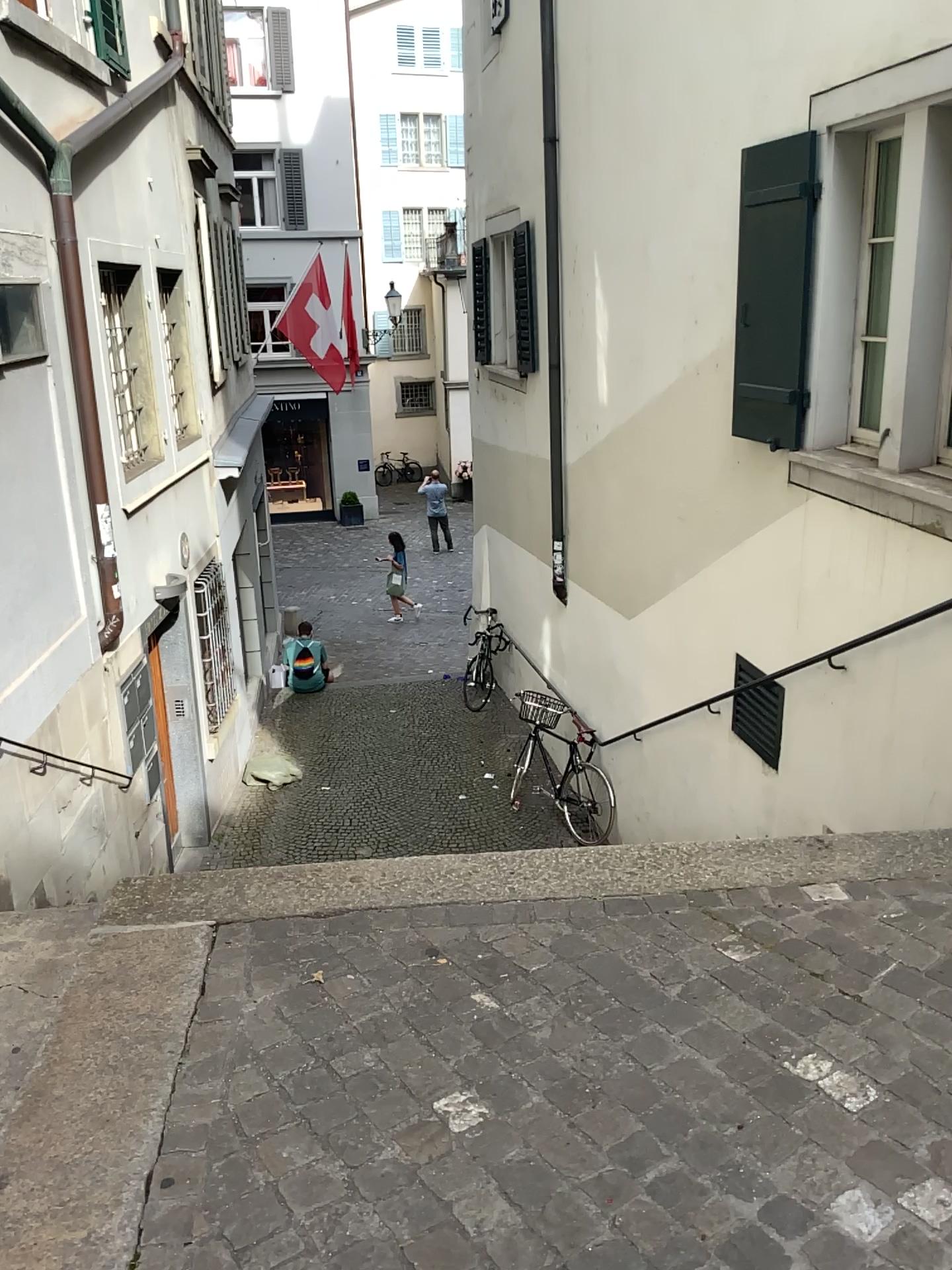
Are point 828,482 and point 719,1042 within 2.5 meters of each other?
no
